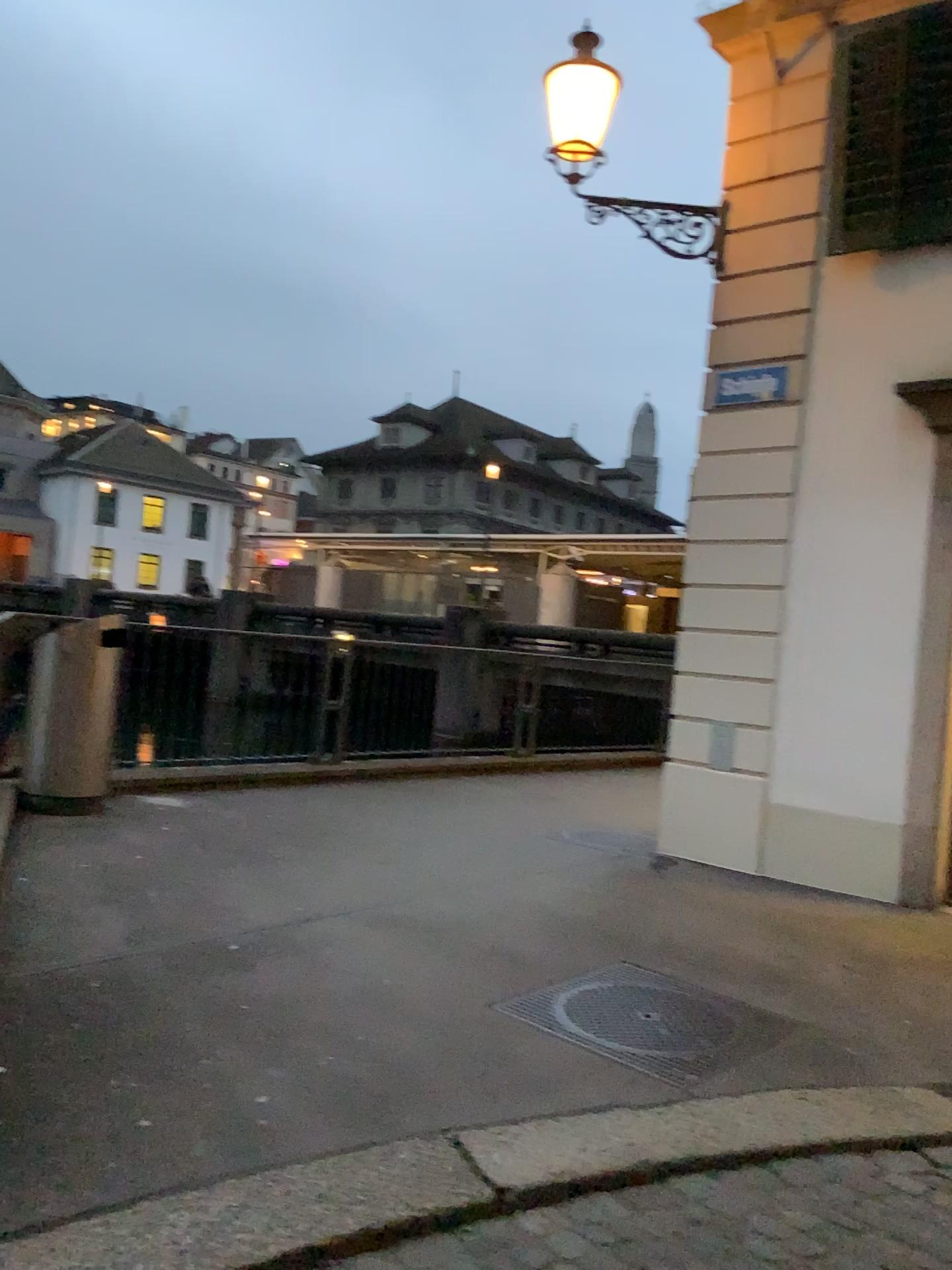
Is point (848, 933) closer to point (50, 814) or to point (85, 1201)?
point (85, 1201)
